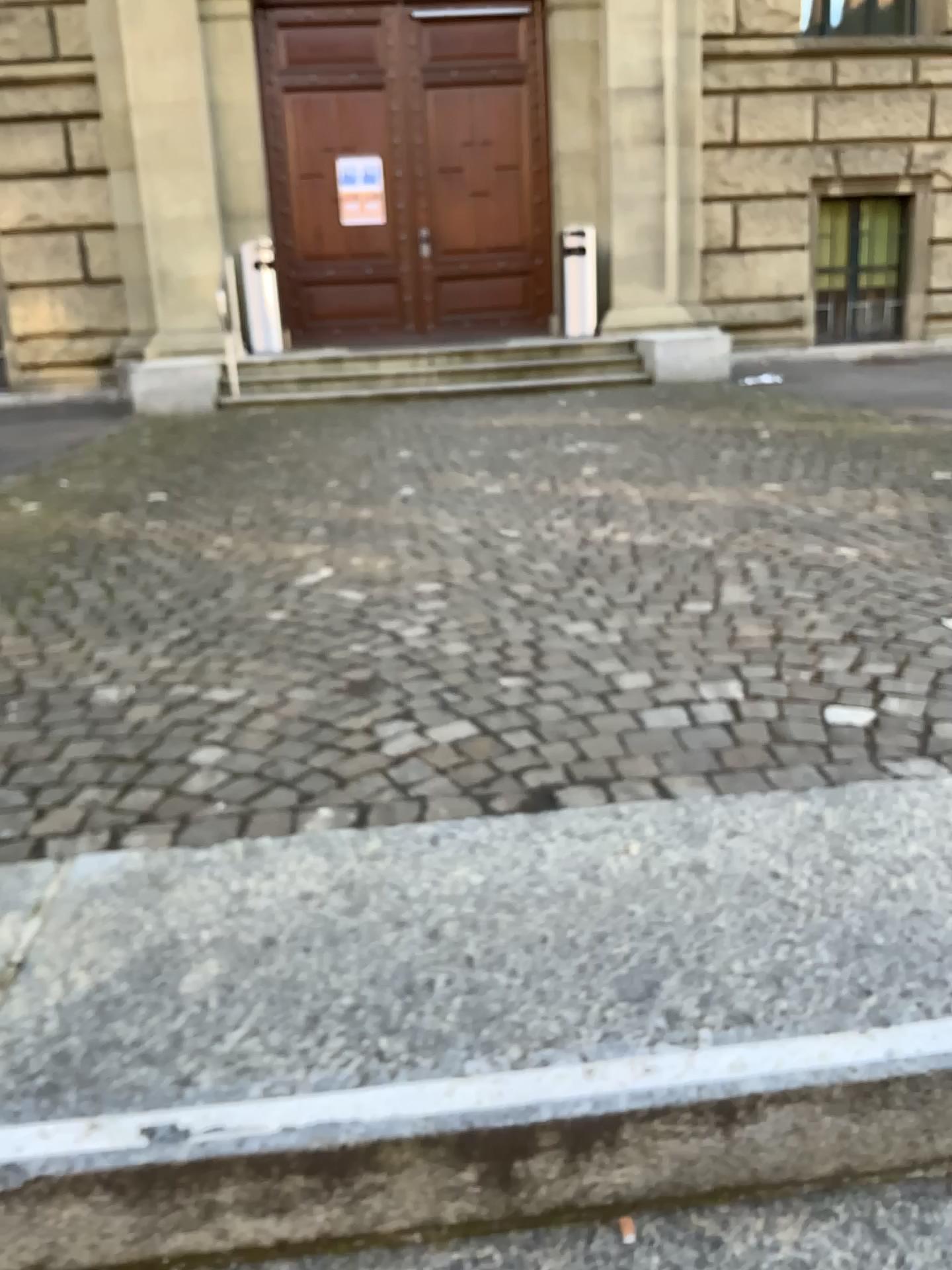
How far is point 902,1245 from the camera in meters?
1.1 m

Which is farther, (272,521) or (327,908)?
(272,521)

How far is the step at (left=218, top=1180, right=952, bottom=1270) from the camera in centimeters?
113cm
